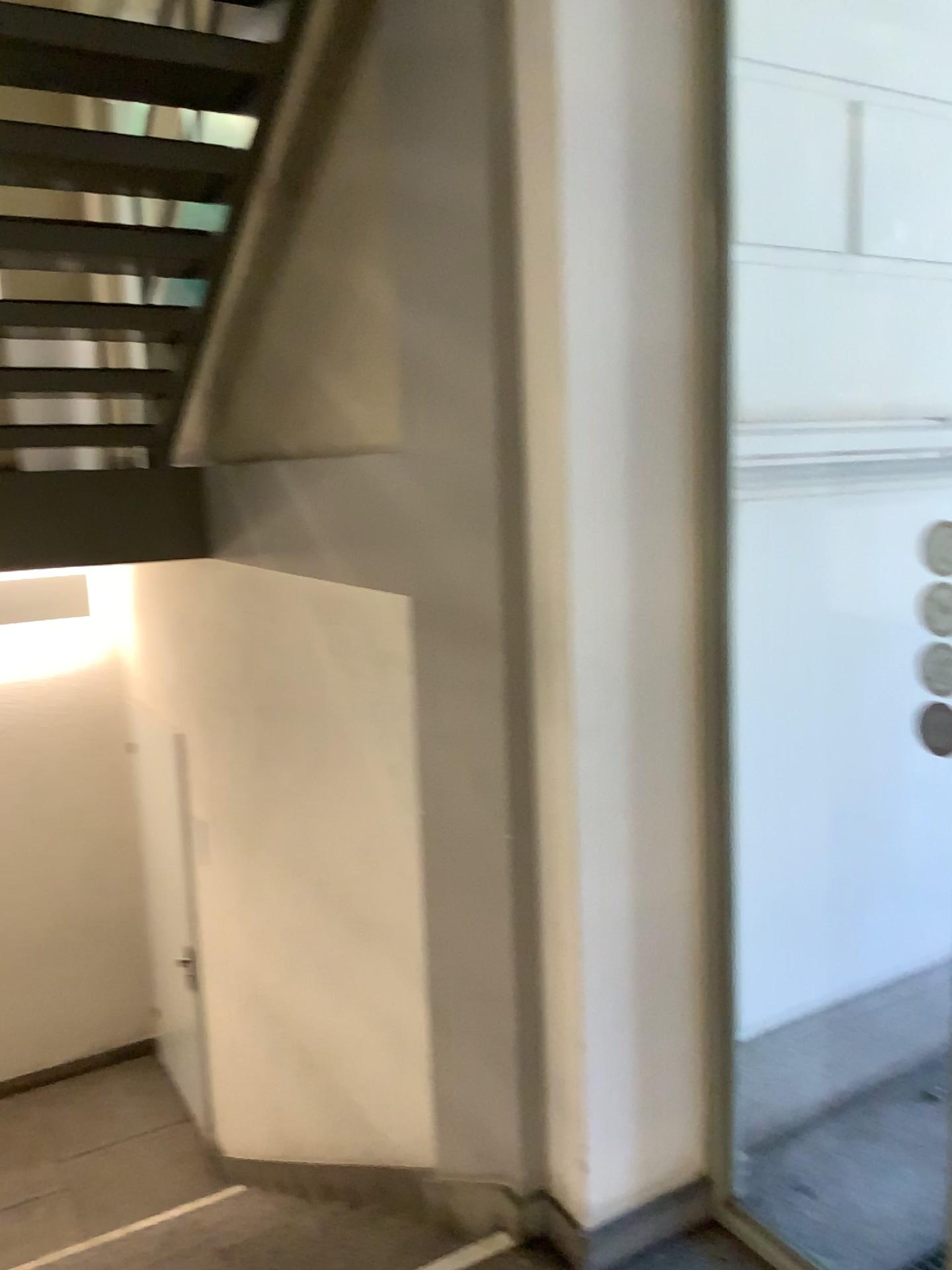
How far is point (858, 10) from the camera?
2.4 meters

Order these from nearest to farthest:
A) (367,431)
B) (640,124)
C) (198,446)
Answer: (640,124) < (367,431) < (198,446)

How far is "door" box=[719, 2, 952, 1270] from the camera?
2.44m
